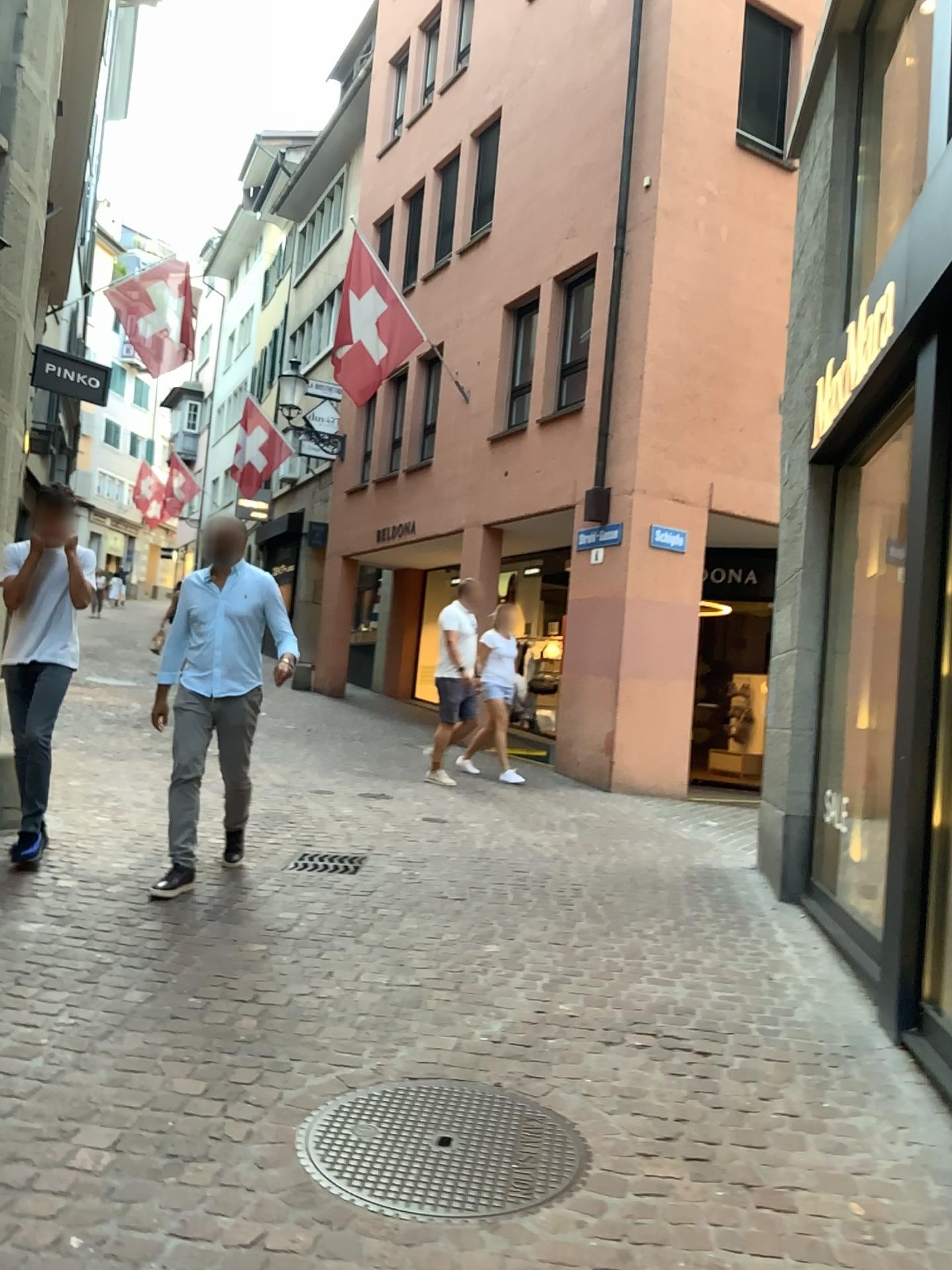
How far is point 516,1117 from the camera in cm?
282
